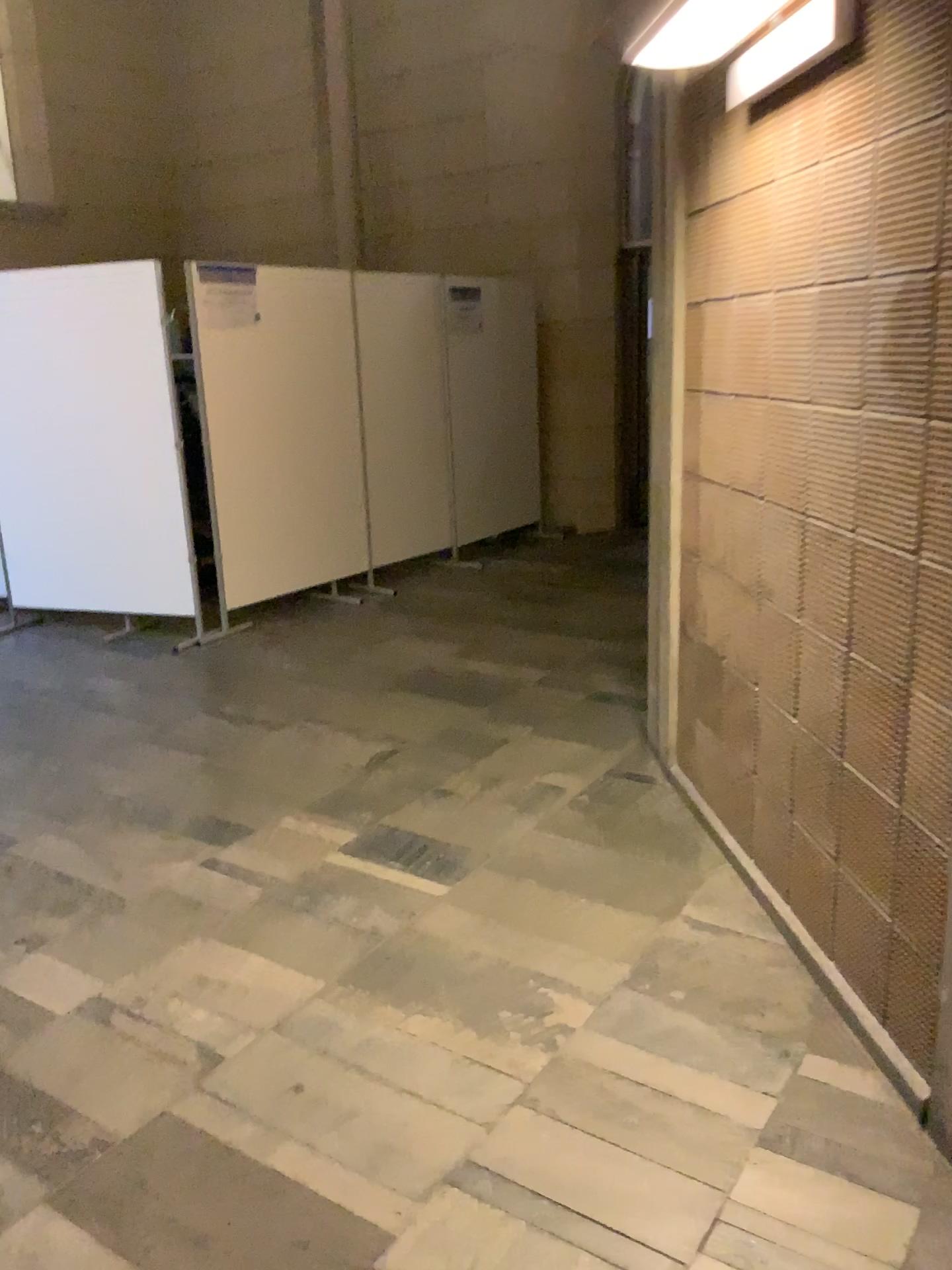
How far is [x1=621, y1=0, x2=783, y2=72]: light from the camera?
2.4m

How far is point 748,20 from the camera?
2.38m

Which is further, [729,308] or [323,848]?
[323,848]
